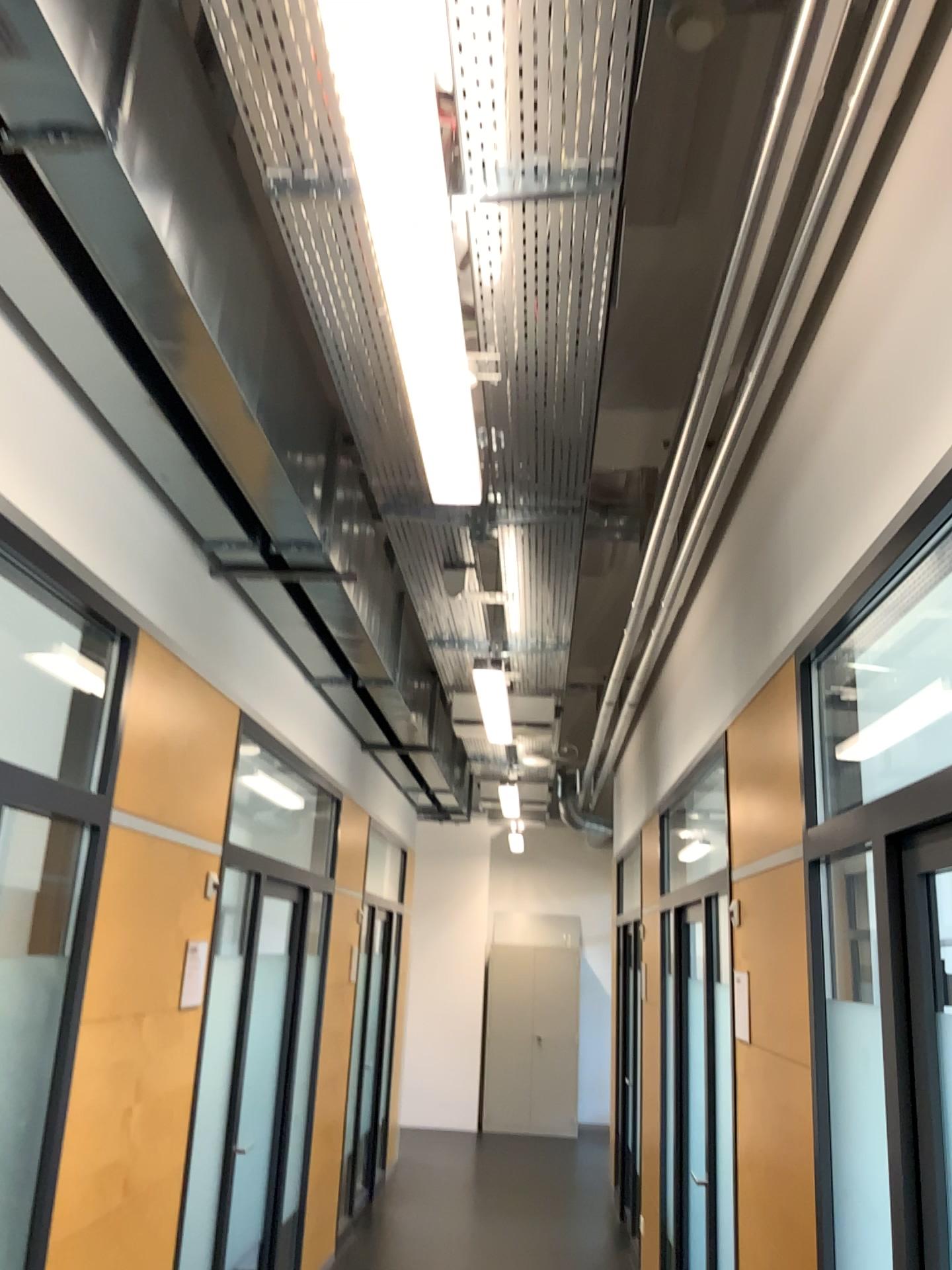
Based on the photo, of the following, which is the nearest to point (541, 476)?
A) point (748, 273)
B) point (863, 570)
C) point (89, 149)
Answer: point (748, 273)
